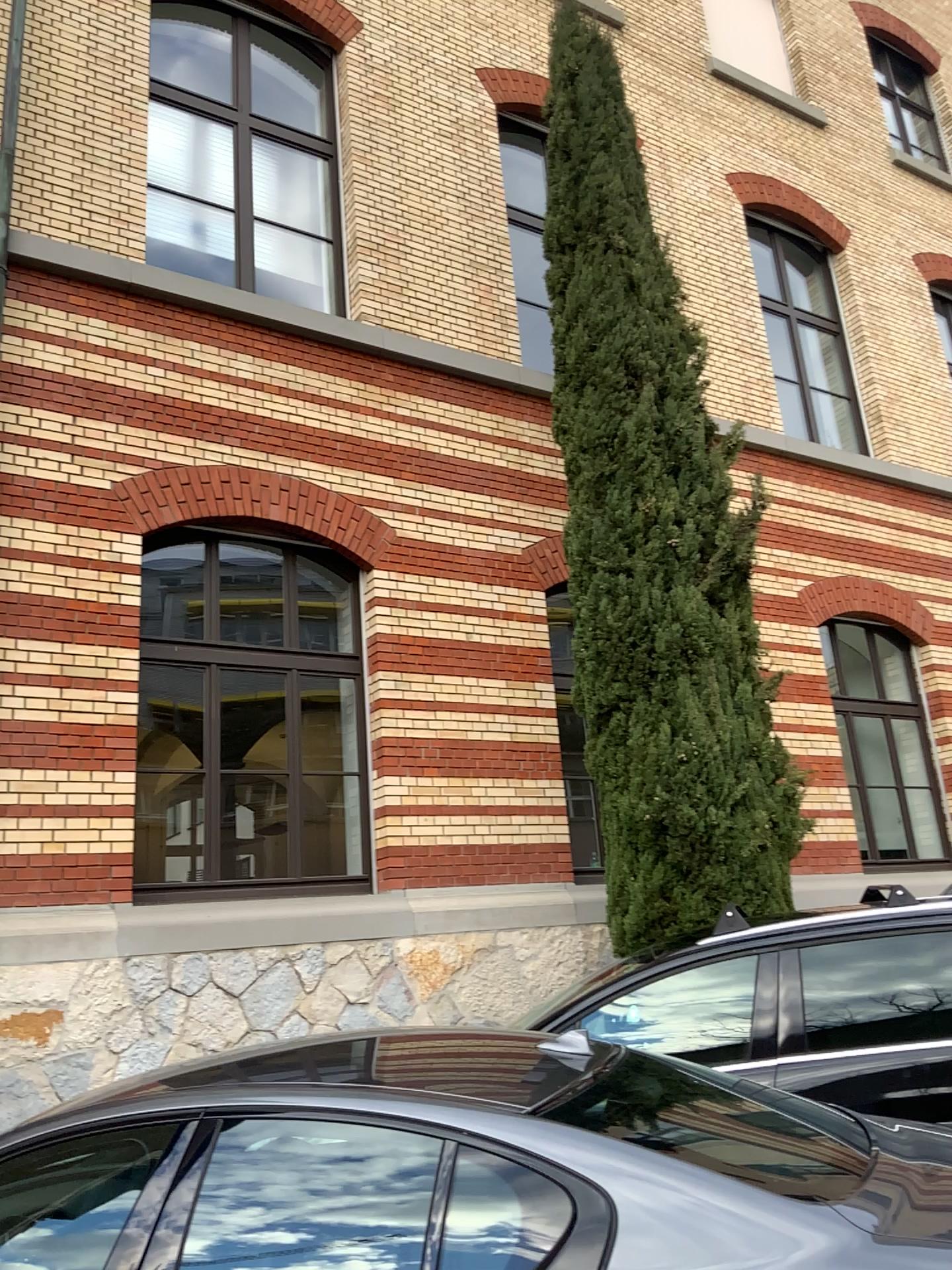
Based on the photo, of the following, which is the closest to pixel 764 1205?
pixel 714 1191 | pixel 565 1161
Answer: pixel 714 1191
